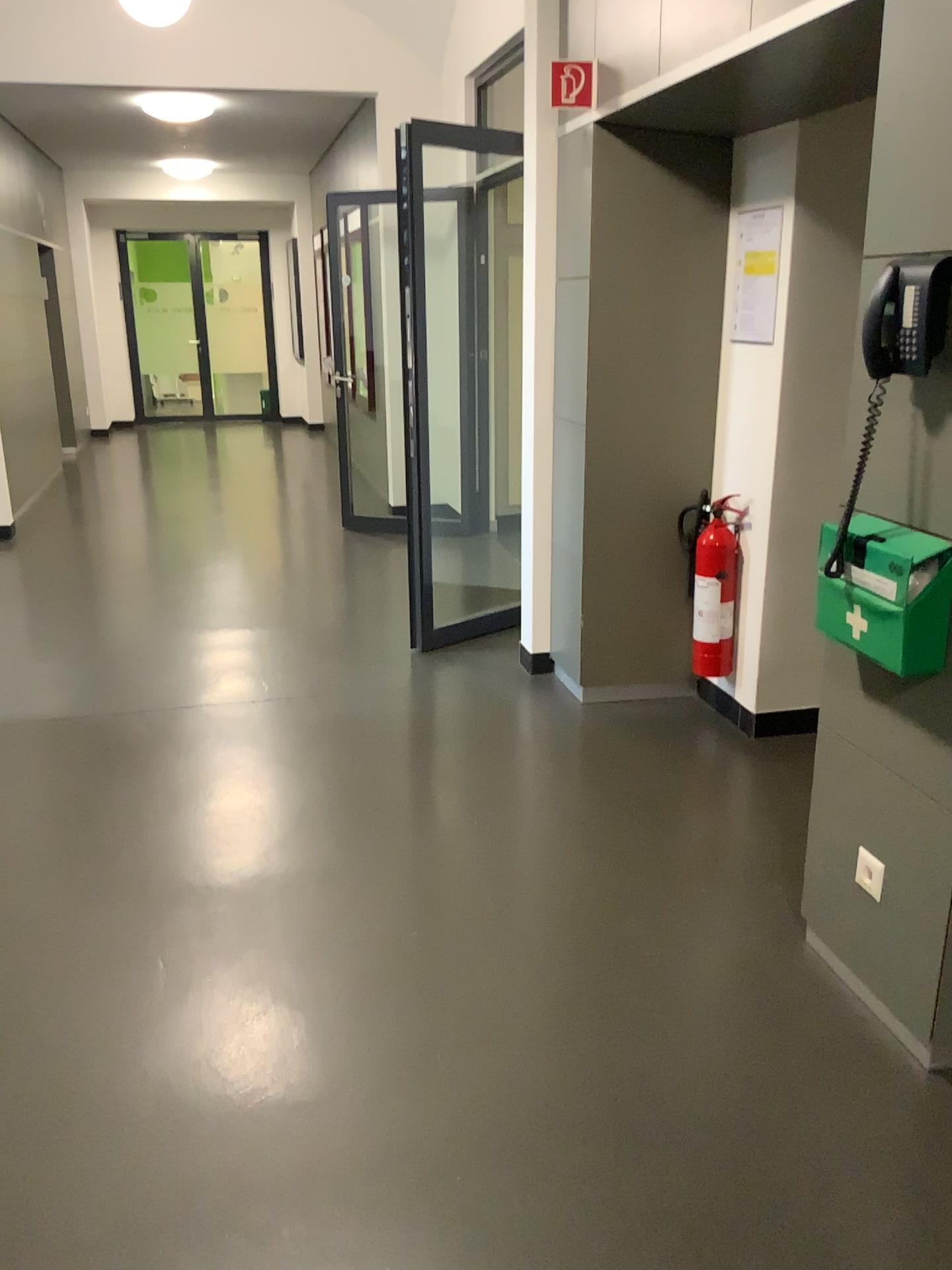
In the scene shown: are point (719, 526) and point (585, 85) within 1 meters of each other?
no

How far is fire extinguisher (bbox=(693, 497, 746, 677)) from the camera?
3.8 meters

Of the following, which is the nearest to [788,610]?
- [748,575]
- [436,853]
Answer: [748,575]

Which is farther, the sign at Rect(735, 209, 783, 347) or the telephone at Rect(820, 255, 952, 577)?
the sign at Rect(735, 209, 783, 347)

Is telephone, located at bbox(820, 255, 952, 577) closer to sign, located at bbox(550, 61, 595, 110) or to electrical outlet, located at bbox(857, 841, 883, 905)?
electrical outlet, located at bbox(857, 841, 883, 905)

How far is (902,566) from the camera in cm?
195

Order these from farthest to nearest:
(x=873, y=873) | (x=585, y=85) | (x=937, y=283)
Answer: (x=585, y=85)
(x=873, y=873)
(x=937, y=283)

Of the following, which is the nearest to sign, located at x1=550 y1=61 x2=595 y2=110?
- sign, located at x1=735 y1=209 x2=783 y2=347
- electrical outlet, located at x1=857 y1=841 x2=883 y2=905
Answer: sign, located at x1=735 y1=209 x2=783 y2=347

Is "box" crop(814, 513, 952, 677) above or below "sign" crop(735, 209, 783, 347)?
below

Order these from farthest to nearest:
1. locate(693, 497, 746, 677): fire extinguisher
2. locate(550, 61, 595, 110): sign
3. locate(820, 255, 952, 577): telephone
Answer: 1. locate(693, 497, 746, 677): fire extinguisher
2. locate(550, 61, 595, 110): sign
3. locate(820, 255, 952, 577): telephone
